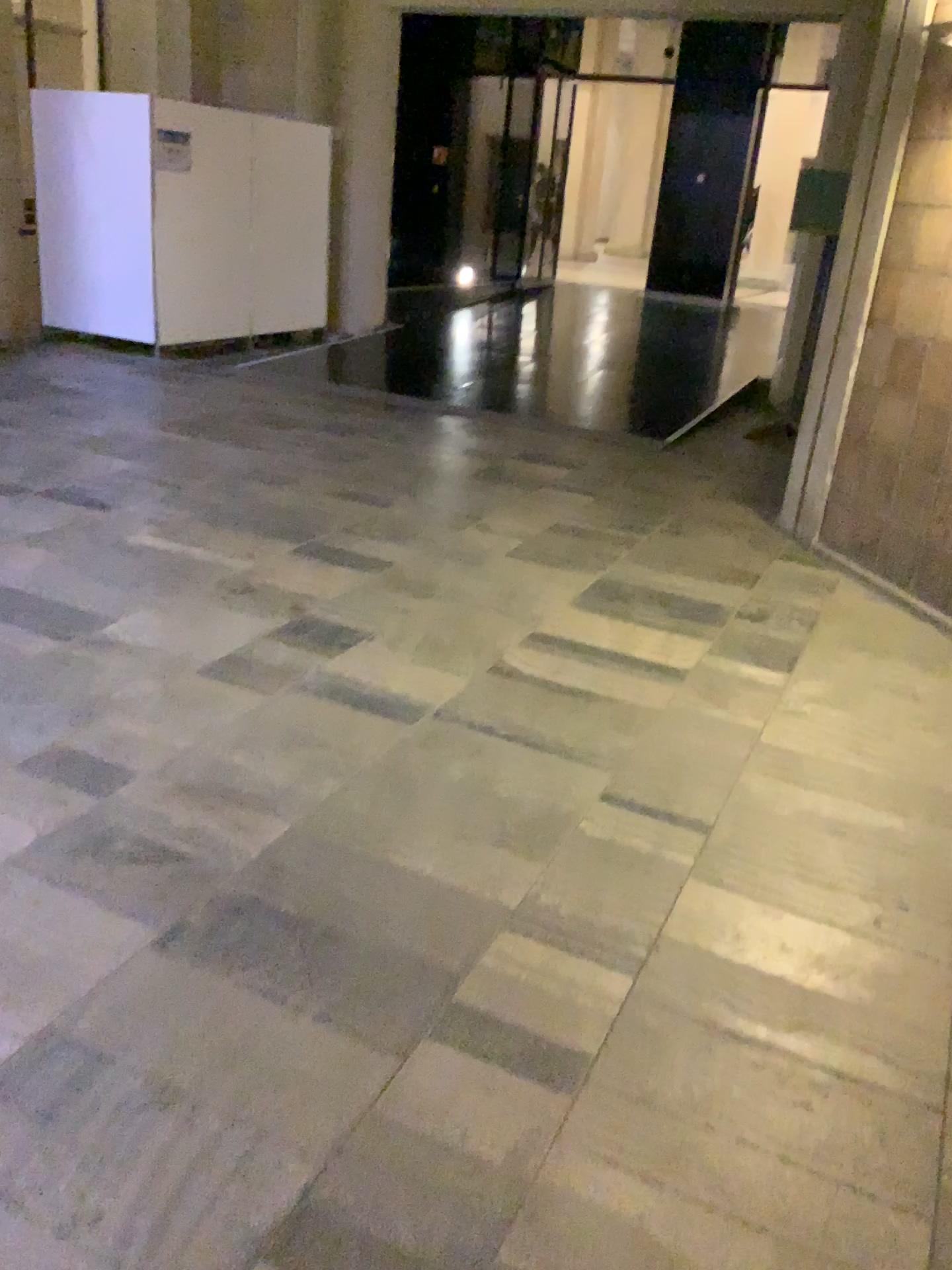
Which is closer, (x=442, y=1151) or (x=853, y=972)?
(x=442, y=1151)
